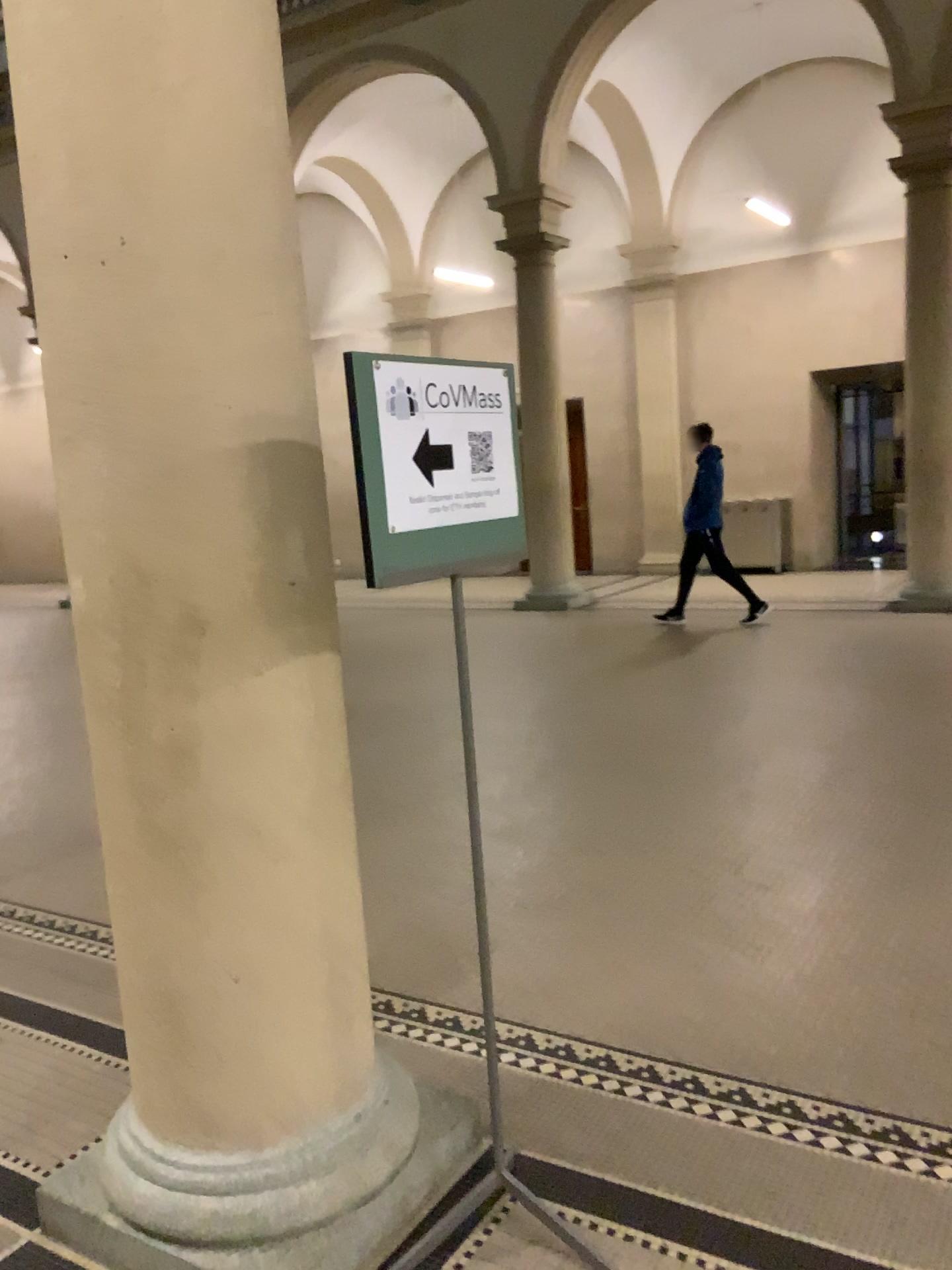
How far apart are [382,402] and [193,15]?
0.8m

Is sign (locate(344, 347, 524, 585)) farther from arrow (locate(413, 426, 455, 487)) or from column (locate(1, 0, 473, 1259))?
column (locate(1, 0, 473, 1259))

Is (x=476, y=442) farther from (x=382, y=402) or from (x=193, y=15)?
(x=193, y=15)

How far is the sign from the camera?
1.83m

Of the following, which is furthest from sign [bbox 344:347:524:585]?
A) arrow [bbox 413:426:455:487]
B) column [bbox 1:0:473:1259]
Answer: column [bbox 1:0:473:1259]

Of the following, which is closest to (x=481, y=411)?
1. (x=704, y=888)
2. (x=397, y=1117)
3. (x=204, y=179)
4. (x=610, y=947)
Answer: (x=204, y=179)

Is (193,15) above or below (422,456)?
above

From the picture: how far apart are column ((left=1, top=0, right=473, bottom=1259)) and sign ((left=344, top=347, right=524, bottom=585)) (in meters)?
0.26

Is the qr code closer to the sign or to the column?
the sign
